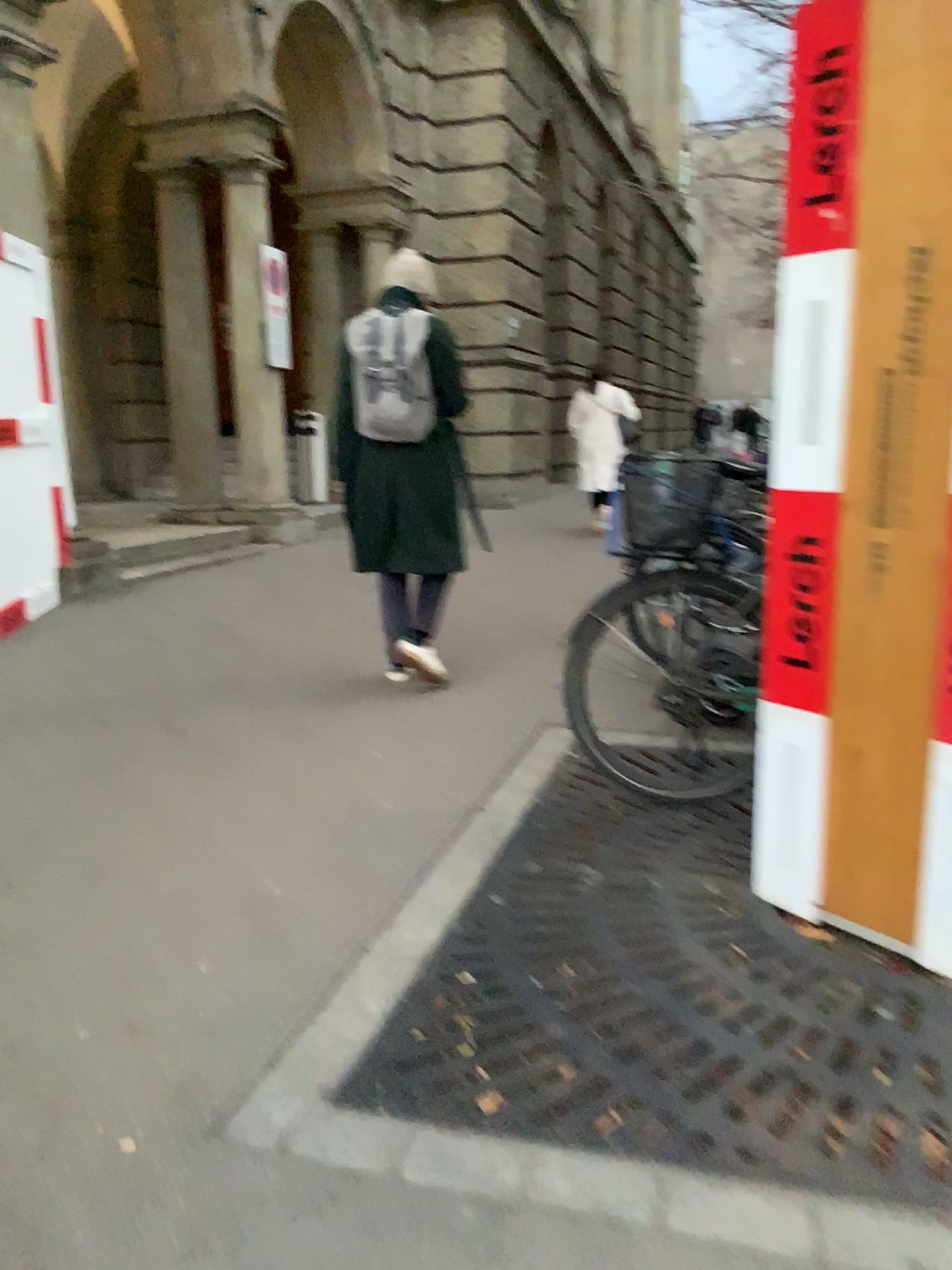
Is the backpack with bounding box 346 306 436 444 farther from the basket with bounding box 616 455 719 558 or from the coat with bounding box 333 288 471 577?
the basket with bounding box 616 455 719 558

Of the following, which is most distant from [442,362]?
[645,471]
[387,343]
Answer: [645,471]

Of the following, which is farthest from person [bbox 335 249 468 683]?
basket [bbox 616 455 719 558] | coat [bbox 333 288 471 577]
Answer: basket [bbox 616 455 719 558]

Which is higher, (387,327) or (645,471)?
(387,327)

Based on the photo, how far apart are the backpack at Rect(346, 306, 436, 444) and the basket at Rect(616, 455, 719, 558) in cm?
140

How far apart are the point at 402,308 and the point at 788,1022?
3.1 meters

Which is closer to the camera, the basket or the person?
the basket

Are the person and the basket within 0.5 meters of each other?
no

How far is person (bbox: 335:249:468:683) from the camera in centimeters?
418cm

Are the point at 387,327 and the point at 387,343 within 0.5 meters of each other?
yes
